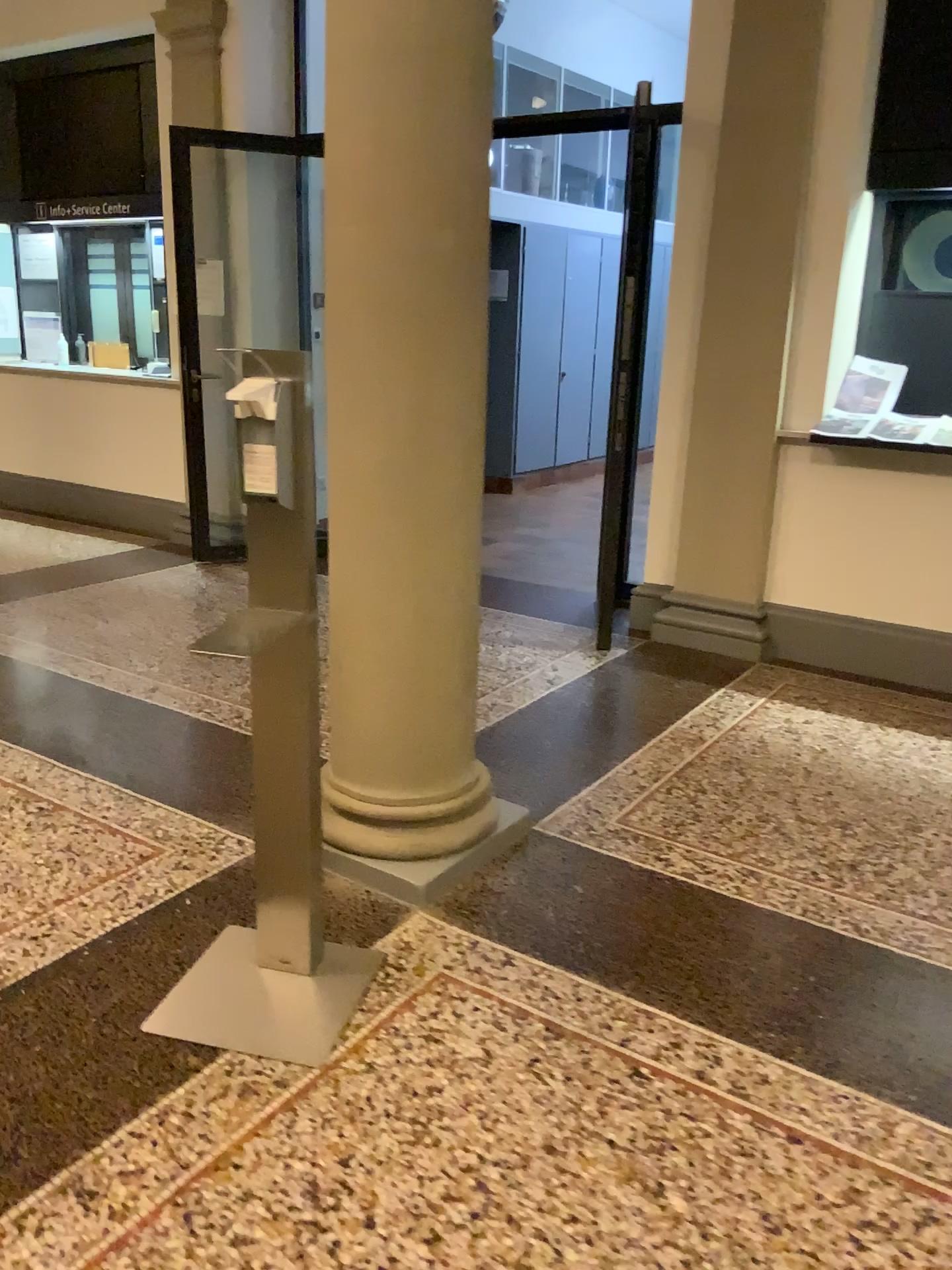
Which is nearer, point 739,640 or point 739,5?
point 739,5

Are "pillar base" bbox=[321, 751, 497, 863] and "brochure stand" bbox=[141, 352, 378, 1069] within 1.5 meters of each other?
yes

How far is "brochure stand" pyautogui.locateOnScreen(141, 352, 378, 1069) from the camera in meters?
2.0

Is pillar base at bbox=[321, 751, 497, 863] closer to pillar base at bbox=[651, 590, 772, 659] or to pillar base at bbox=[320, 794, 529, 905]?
pillar base at bbox=[320, 794, 529, 905]

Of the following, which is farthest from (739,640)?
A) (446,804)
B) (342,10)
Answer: (342,10)

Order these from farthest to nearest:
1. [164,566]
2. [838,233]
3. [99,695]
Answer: [164,566], [838,233], [99,695]

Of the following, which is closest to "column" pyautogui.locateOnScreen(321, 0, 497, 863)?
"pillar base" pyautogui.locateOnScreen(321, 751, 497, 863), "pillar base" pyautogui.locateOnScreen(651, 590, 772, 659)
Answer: "pillar base" pyautogui.locateOnScreen(321, 751, 497, 863)

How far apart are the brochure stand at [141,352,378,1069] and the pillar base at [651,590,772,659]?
2.61m

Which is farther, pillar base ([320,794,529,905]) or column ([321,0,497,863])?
pillar base ([320,794,529,905])

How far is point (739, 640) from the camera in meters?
4.7
